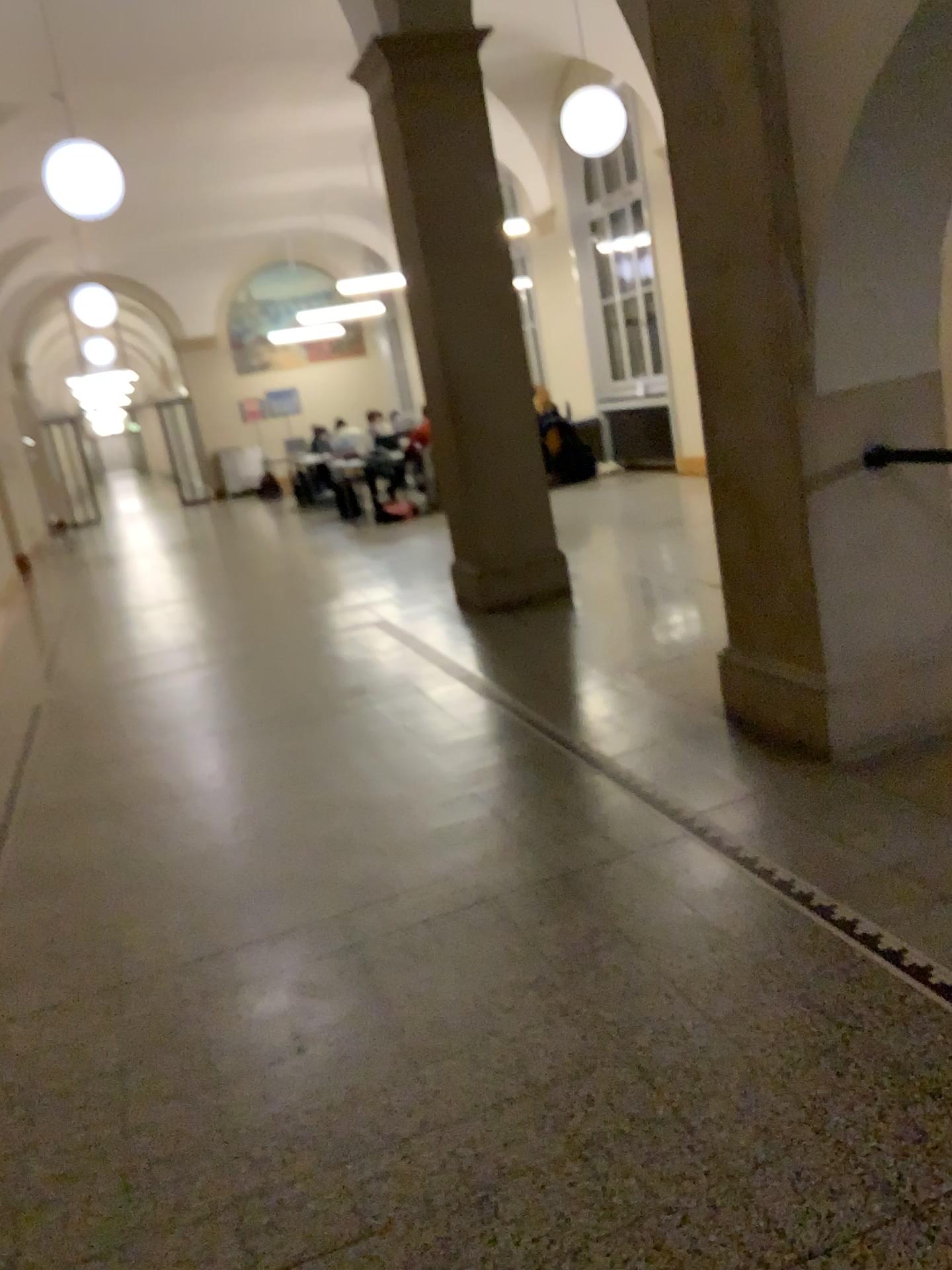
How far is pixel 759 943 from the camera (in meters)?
2.46
